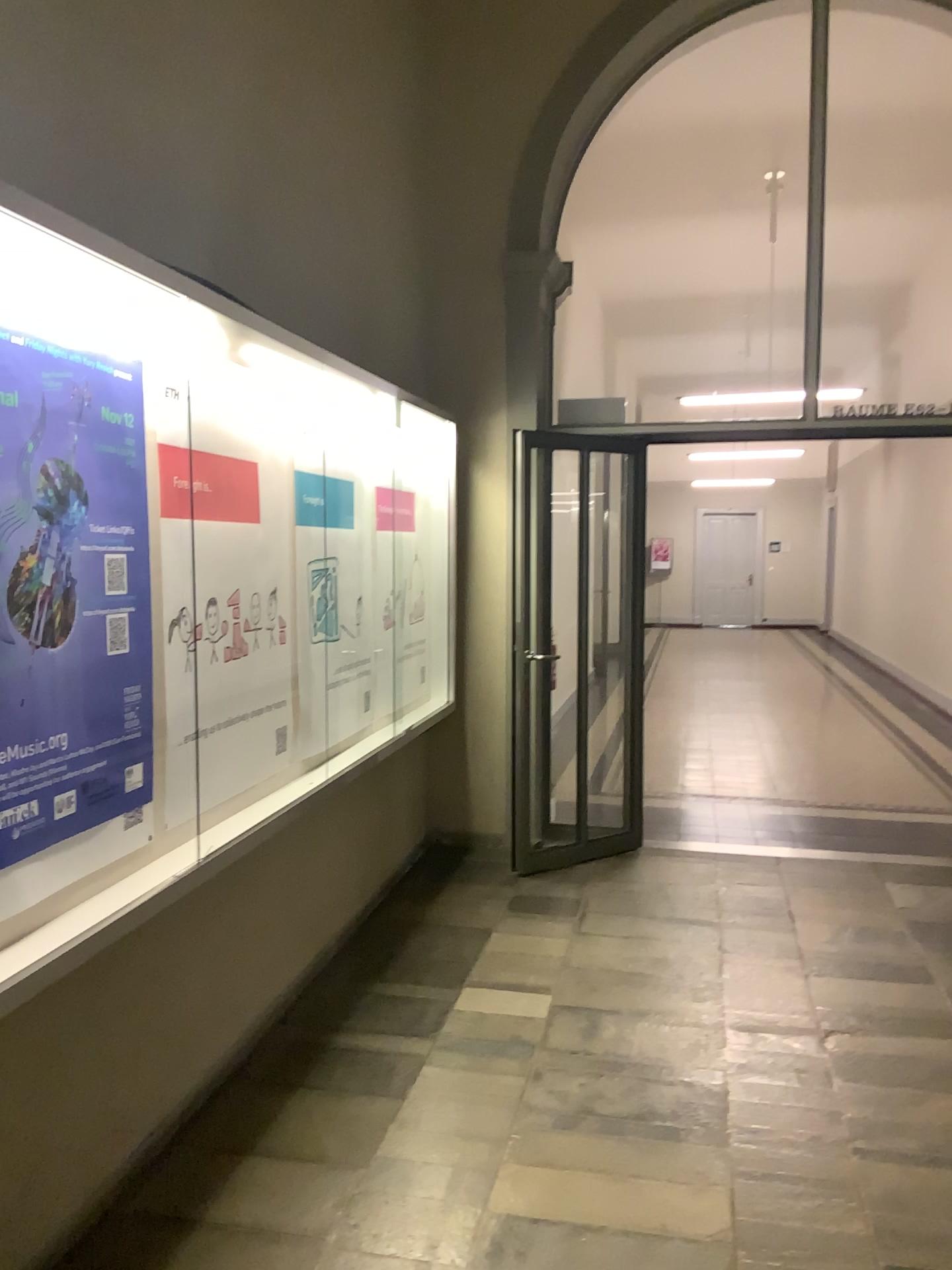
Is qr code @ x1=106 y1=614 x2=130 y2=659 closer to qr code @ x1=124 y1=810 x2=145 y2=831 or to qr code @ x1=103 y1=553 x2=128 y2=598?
qr code @ x1=103 y1=553 x2=128 y2=598

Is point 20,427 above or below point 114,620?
→ above

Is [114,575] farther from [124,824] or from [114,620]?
[124,824]

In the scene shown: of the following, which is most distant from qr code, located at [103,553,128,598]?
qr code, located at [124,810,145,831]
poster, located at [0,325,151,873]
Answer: qr code, located at [124,810,145,831]

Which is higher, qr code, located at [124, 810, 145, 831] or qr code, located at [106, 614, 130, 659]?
qr code, located at [106, 614, 130, 659]

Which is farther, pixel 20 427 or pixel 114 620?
pixel 114 620

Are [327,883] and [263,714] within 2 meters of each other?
yes

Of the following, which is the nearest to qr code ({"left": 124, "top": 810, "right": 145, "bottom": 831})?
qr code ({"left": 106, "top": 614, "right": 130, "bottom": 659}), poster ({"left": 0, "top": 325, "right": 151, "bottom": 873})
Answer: poster ({"left": 0, "top": 325, "right": 151, "bottom": 873})

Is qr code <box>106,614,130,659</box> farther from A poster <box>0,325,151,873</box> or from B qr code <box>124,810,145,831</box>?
B qr code <box>124,810,145,831</box>

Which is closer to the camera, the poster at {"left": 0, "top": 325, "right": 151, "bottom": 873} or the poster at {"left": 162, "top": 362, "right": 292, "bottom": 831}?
the poster at {"left": 0, "top": 325, "right": 151, "bottom": 873}
